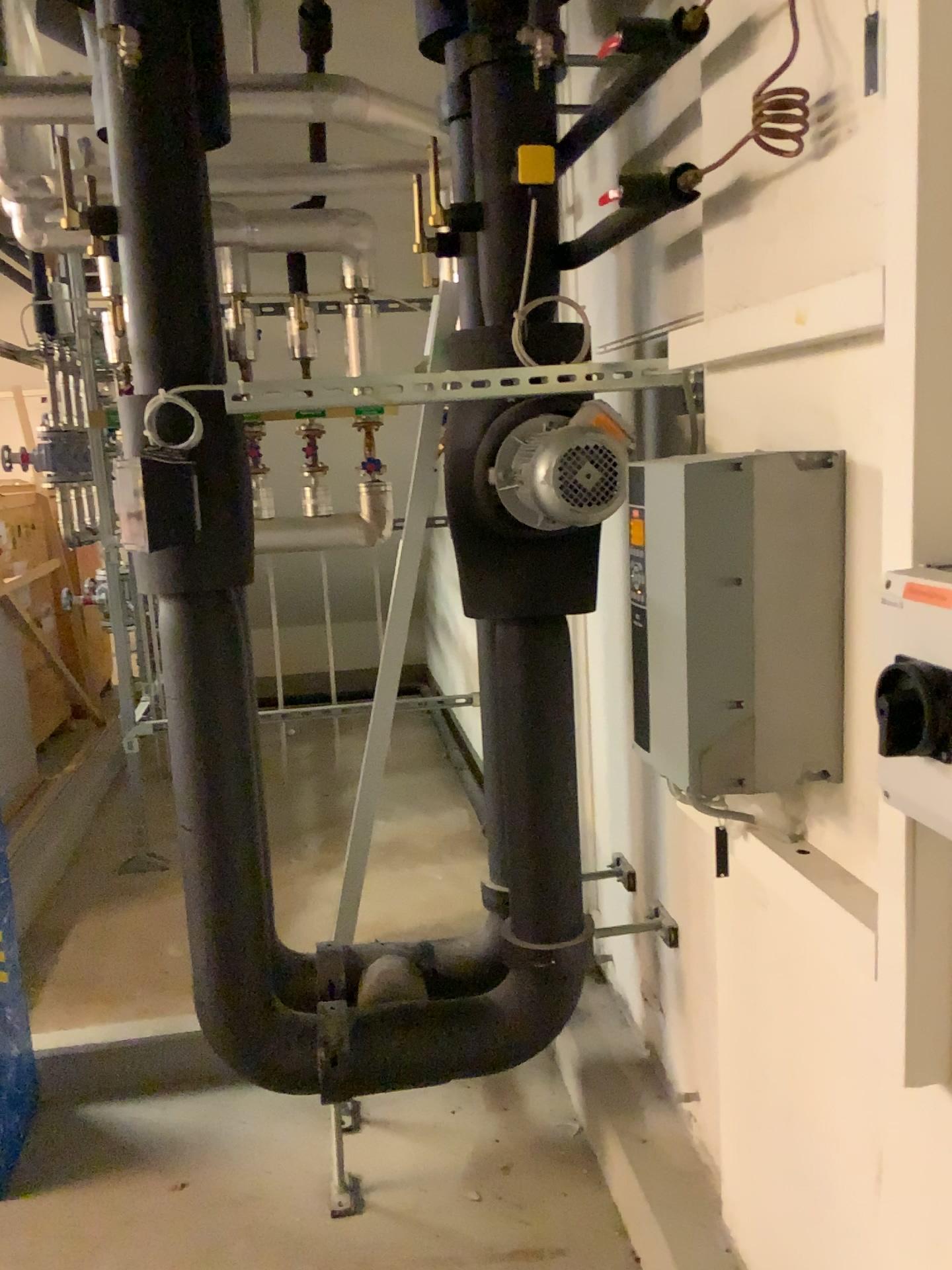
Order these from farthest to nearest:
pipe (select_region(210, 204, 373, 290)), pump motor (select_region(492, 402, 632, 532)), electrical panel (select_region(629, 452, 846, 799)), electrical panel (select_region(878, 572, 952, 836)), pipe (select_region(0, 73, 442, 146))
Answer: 1. pipe (select_region(210, 204, 373, 290))
2. pipe (select_region(0, 73, 442, 146))
3. pump motor (select_region(492, 402, 632, 532))
4. electrical panel (select_region(629, 452, 846, 799))
5. electrical panel (select_region(878, 572, 952, 836))

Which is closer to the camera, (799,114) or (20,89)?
(799,114)

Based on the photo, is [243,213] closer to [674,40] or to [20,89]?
[20,89]

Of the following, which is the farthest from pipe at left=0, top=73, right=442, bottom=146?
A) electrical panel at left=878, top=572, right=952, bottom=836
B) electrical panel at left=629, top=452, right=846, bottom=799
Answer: electrical panel at left=878, top=572, right=952, bottom=836

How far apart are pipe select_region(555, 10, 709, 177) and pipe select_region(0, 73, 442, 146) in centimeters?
118cm

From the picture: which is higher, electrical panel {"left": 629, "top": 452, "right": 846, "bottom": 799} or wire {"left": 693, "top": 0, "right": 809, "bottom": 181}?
wire {"left": 693, "top": 0, "right": 809, "bottom": 181}

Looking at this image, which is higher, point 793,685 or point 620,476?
point 620,476

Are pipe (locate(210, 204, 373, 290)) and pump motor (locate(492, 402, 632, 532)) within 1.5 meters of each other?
no

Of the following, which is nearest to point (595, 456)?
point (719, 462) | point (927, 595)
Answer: point (719, 462)

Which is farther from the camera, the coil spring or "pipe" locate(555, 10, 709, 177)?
"pipe" locate(555, 10, 709, 177)
